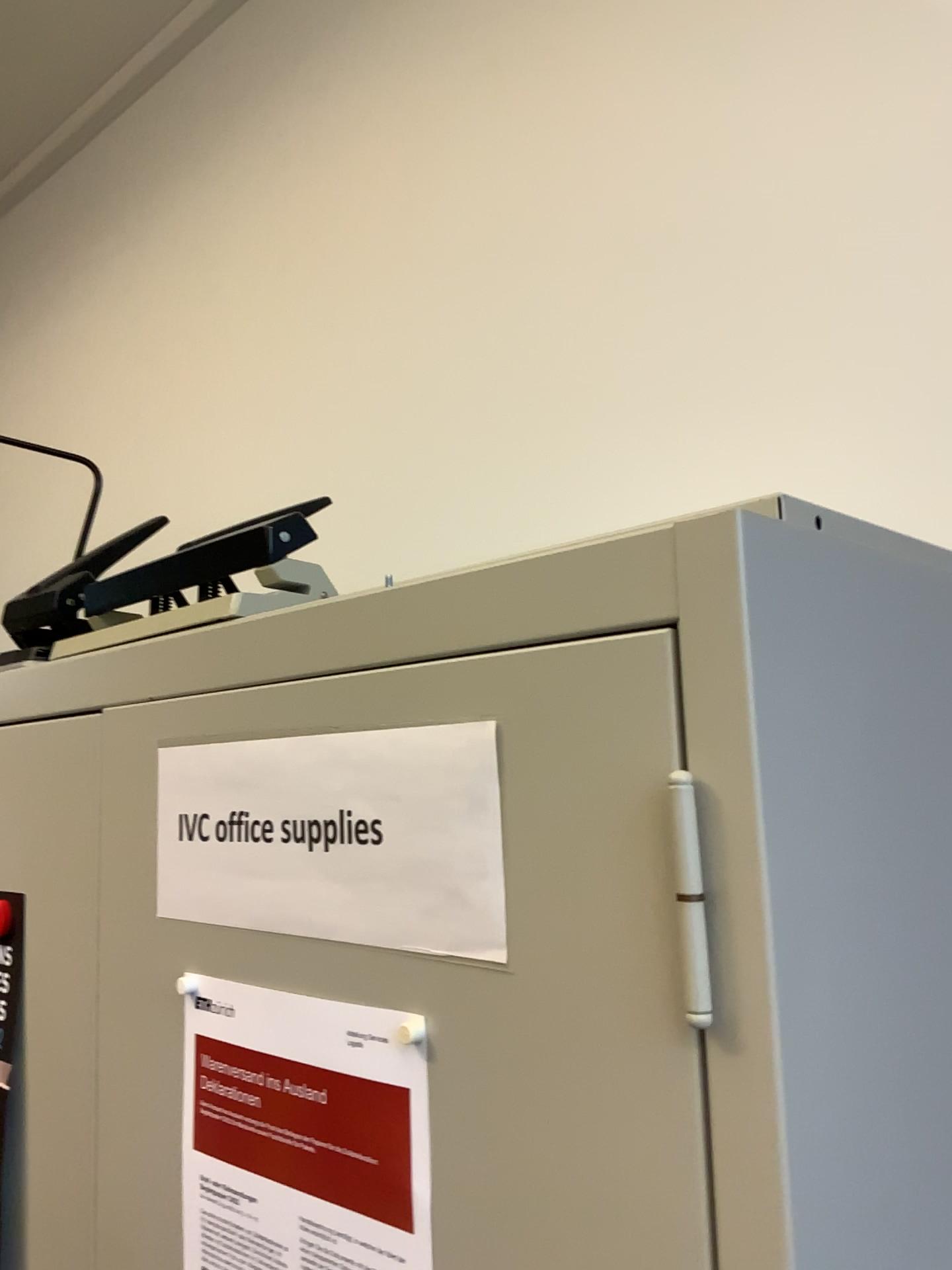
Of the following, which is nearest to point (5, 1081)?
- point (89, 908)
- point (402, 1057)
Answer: point (89, 908)

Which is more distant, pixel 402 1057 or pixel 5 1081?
pixel 5 1081

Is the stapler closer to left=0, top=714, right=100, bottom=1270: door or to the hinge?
left=0, top=714, right=100, bottom=1270: door

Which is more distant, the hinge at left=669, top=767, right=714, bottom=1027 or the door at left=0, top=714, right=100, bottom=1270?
the door at left=0, top=714, right=100, bottom=1270

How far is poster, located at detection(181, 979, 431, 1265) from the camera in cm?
50

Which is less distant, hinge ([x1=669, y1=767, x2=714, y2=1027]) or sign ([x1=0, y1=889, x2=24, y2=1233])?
hinge ([x1=669, y1=767, x2=714, y2=1027])

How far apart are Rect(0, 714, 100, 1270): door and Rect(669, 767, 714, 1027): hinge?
0.49m

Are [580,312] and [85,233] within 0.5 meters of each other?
no

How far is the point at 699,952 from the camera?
0.39m

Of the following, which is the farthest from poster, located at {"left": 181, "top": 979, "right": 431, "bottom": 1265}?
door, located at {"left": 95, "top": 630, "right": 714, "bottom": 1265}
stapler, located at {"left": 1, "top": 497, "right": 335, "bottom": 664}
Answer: stapler, located at {"left": 1, "top": 497, "right": 335, "bottom": 664}
